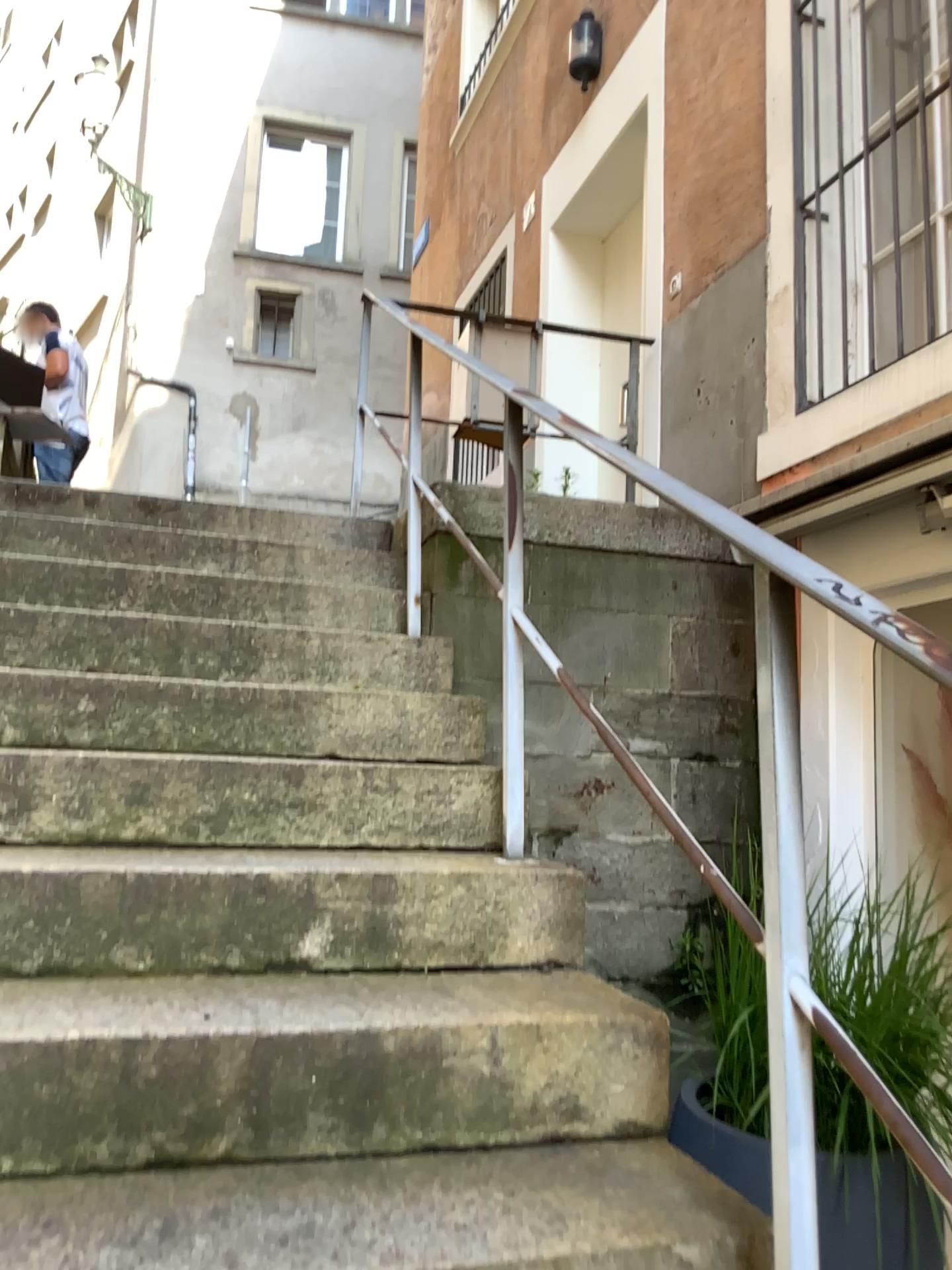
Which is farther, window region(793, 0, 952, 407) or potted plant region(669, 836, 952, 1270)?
window region(793, 0, 952, 407)

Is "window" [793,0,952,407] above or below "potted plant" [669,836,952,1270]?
above

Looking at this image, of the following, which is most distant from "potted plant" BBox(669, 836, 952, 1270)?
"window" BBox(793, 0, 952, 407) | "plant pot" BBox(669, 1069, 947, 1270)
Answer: "window" BBox(793, 0, 952, 407)

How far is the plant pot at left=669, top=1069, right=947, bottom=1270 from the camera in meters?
1.8

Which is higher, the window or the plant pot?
the window

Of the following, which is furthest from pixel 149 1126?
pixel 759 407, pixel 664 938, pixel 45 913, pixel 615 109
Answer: pixel 615 109

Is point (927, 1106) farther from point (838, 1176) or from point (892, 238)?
point (892, 238)

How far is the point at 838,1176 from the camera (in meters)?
1.80

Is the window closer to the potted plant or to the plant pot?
the potted plant

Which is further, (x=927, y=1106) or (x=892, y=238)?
(x=892, y=238)
